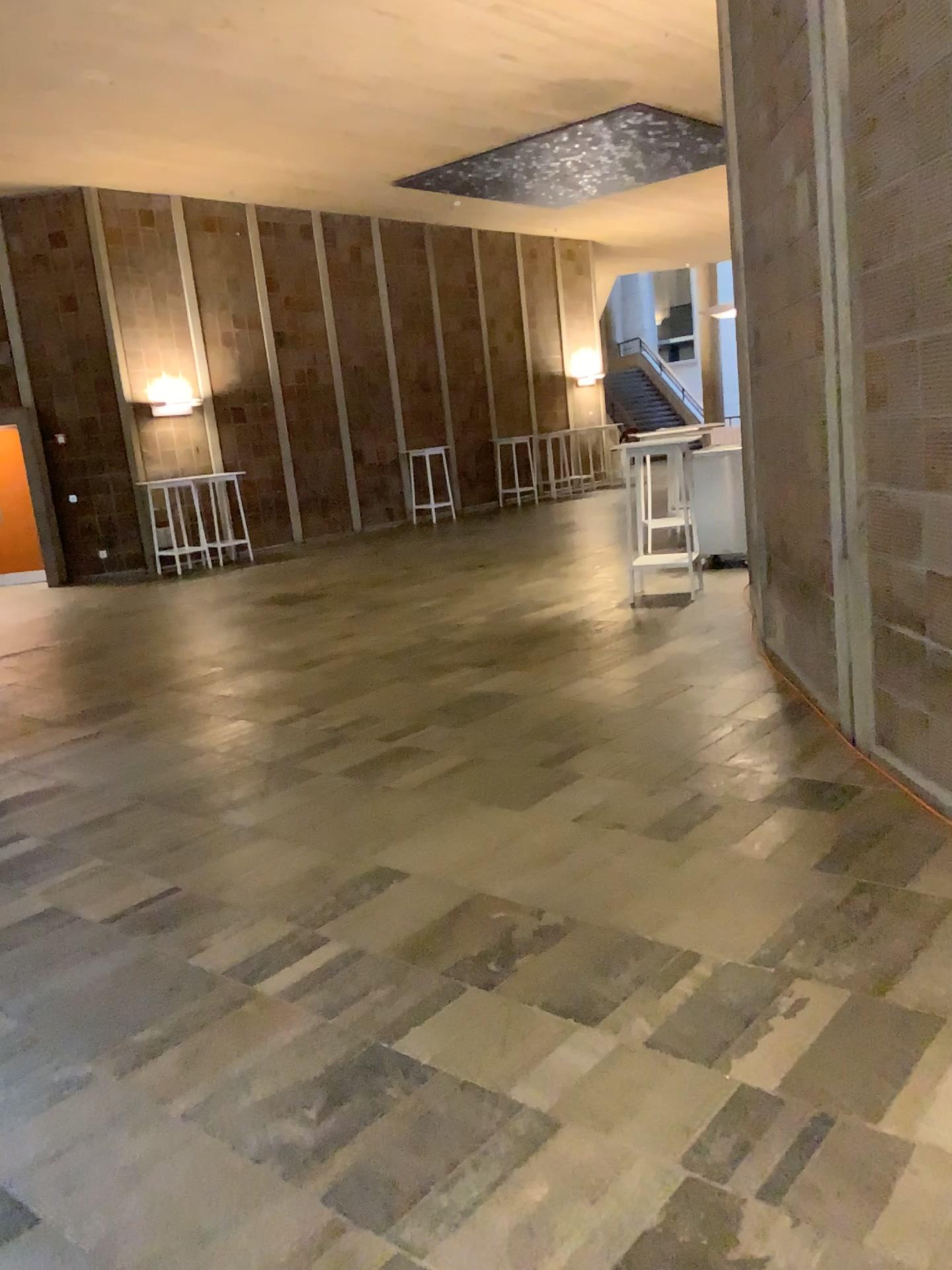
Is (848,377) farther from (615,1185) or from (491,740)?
(615,1185)
